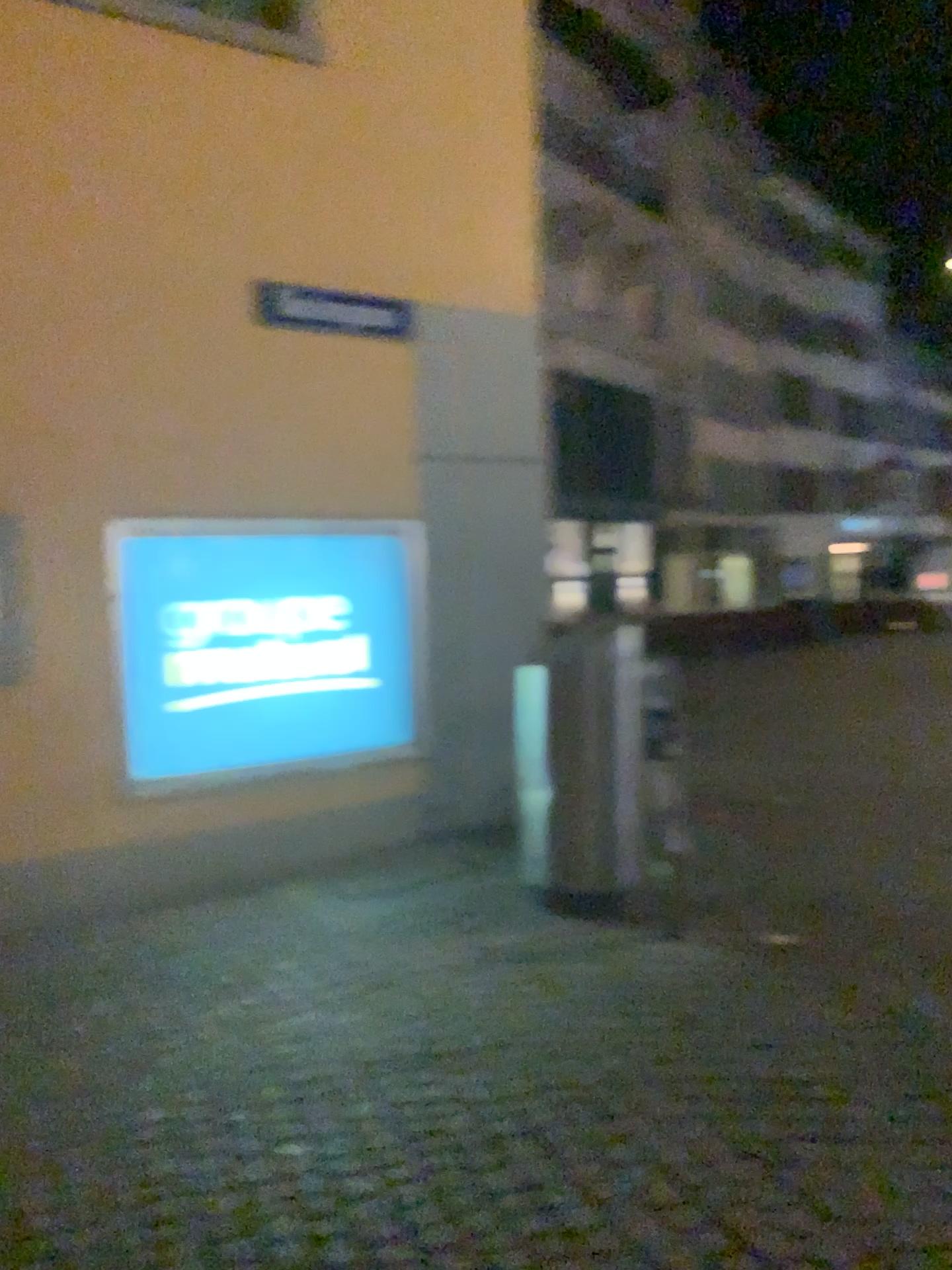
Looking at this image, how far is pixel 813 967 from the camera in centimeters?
394cm
